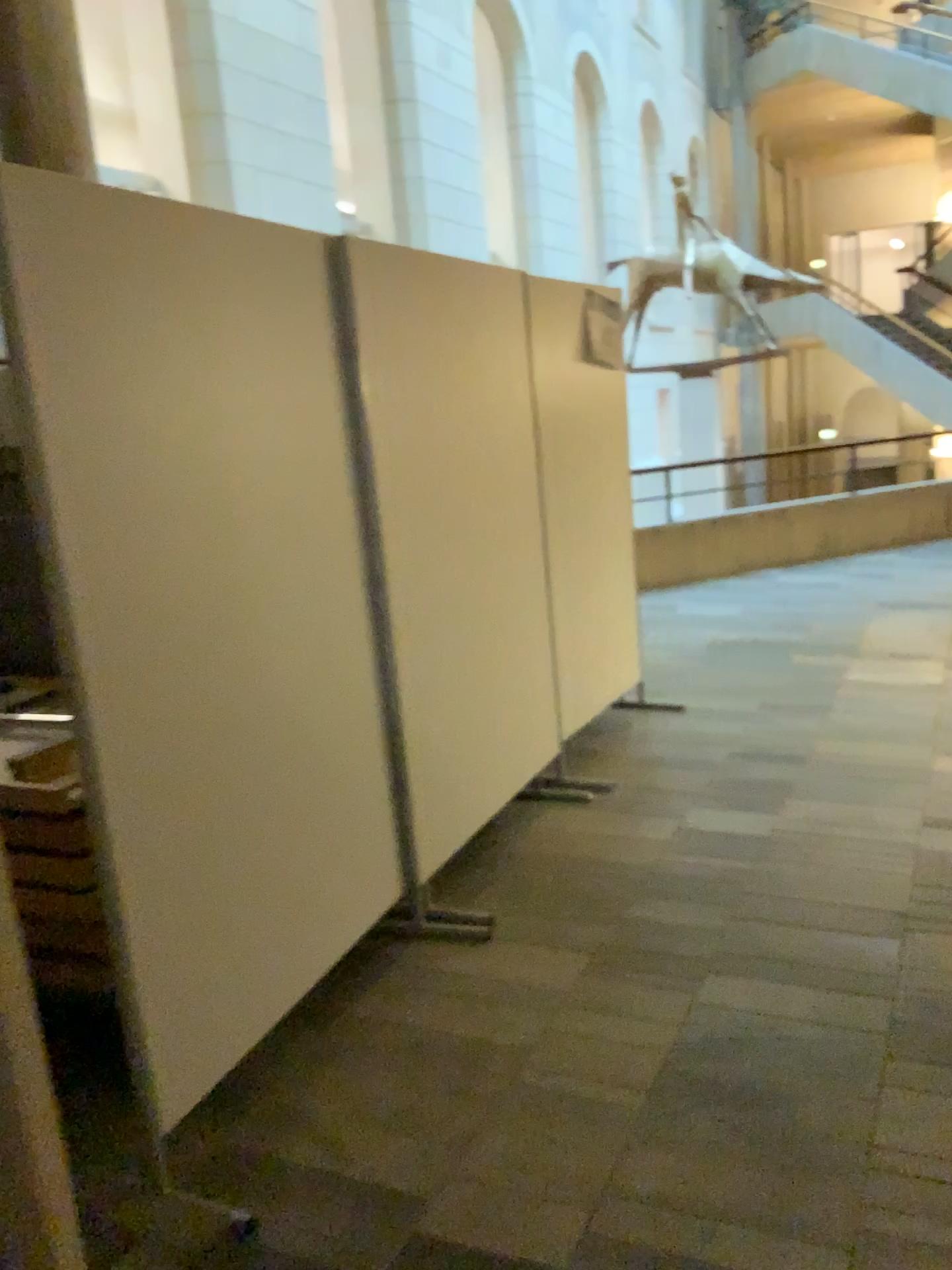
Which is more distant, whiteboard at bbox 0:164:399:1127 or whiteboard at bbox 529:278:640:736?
whiteboard at bbox 529:278:640:736

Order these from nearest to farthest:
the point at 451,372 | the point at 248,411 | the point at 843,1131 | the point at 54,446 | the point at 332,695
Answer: the point at 54,446, the point at 843,1131, the point at 248,411, the point at 332,695, the point at 451,372

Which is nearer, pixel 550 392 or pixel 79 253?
pixel 79 253
